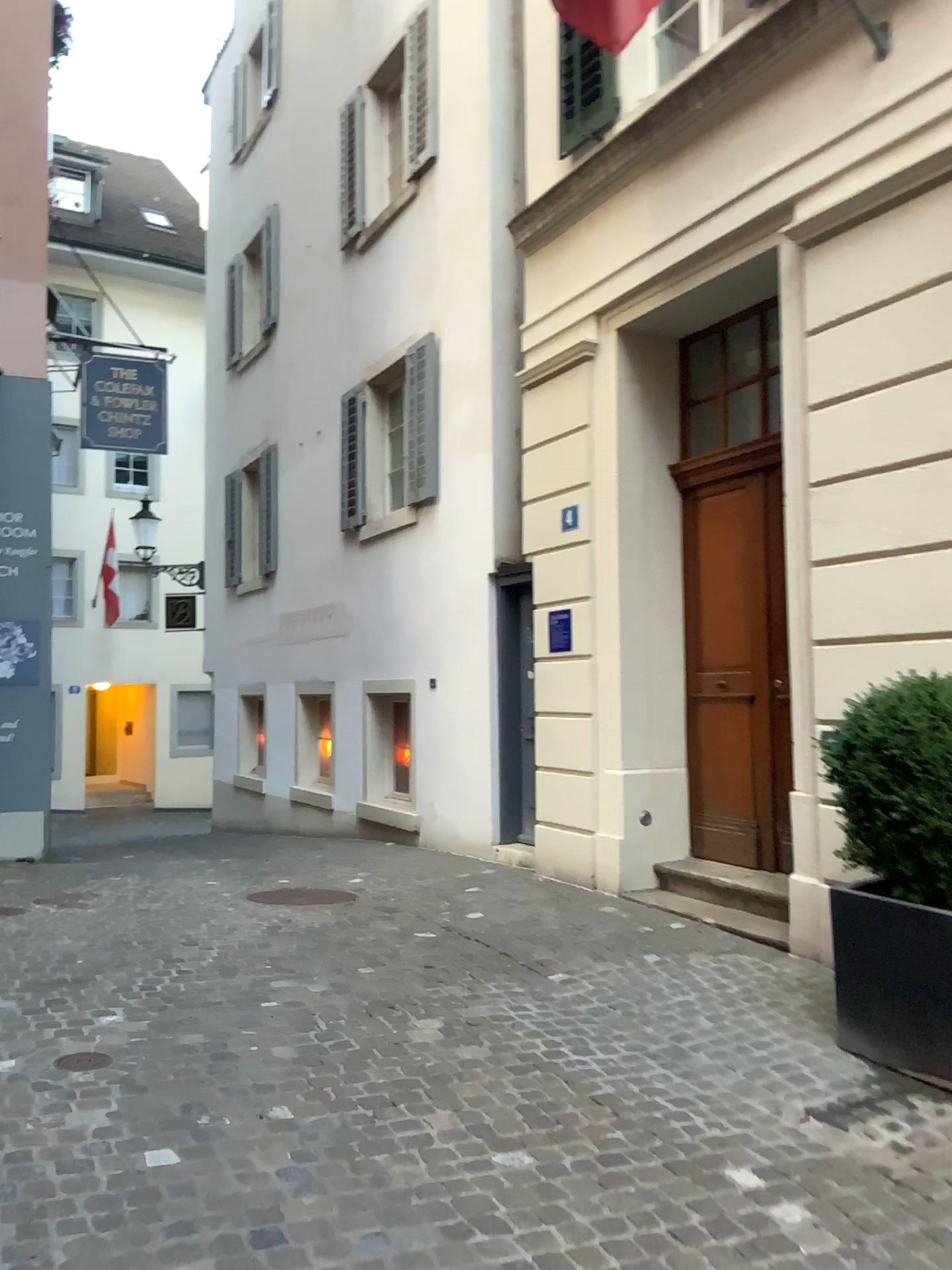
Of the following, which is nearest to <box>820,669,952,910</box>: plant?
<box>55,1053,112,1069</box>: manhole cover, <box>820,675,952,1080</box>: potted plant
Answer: <box>820,675,952,1080</box>: potted plant

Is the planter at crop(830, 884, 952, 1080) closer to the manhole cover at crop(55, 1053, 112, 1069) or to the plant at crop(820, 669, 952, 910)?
the plant at crop(820, 669, 952, 910)

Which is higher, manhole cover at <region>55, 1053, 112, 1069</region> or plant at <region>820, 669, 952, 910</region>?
plant at <region>820, 669, 952, 910</region>

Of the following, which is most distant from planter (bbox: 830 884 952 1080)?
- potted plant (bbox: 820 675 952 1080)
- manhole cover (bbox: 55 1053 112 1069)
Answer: manhole cover (bbox: 55 1053 112 1069)

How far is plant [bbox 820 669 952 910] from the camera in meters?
3.6 m

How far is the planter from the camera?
3.6m

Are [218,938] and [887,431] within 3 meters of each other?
no

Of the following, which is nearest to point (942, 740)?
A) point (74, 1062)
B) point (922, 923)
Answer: point (922, 923)

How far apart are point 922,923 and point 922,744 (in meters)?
0.61

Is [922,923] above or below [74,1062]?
above
